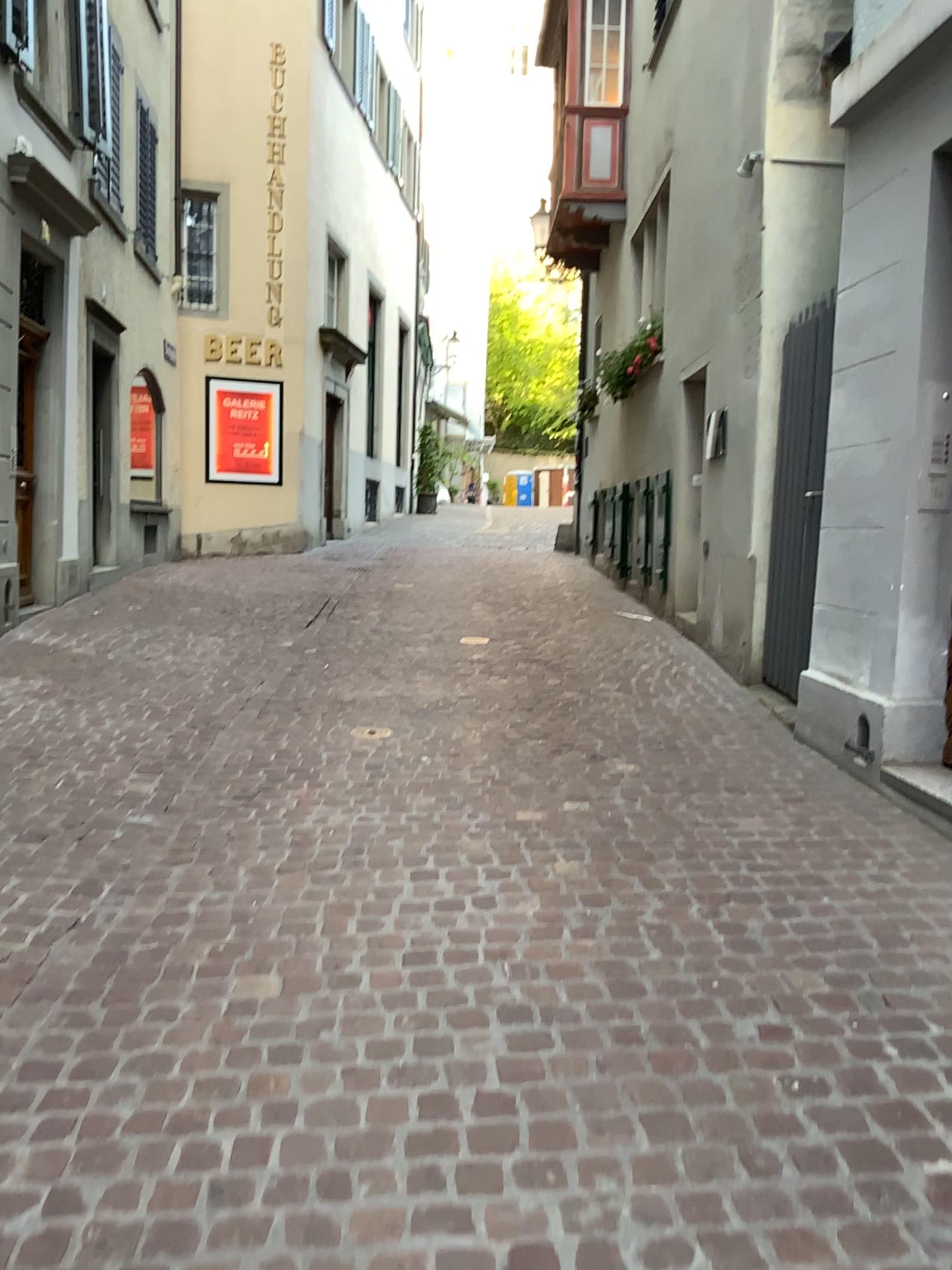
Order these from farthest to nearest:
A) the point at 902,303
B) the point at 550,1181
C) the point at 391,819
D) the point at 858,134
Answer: the point at 858,134
the point at 902,303
the point at 391,819
the point at 550,1181
